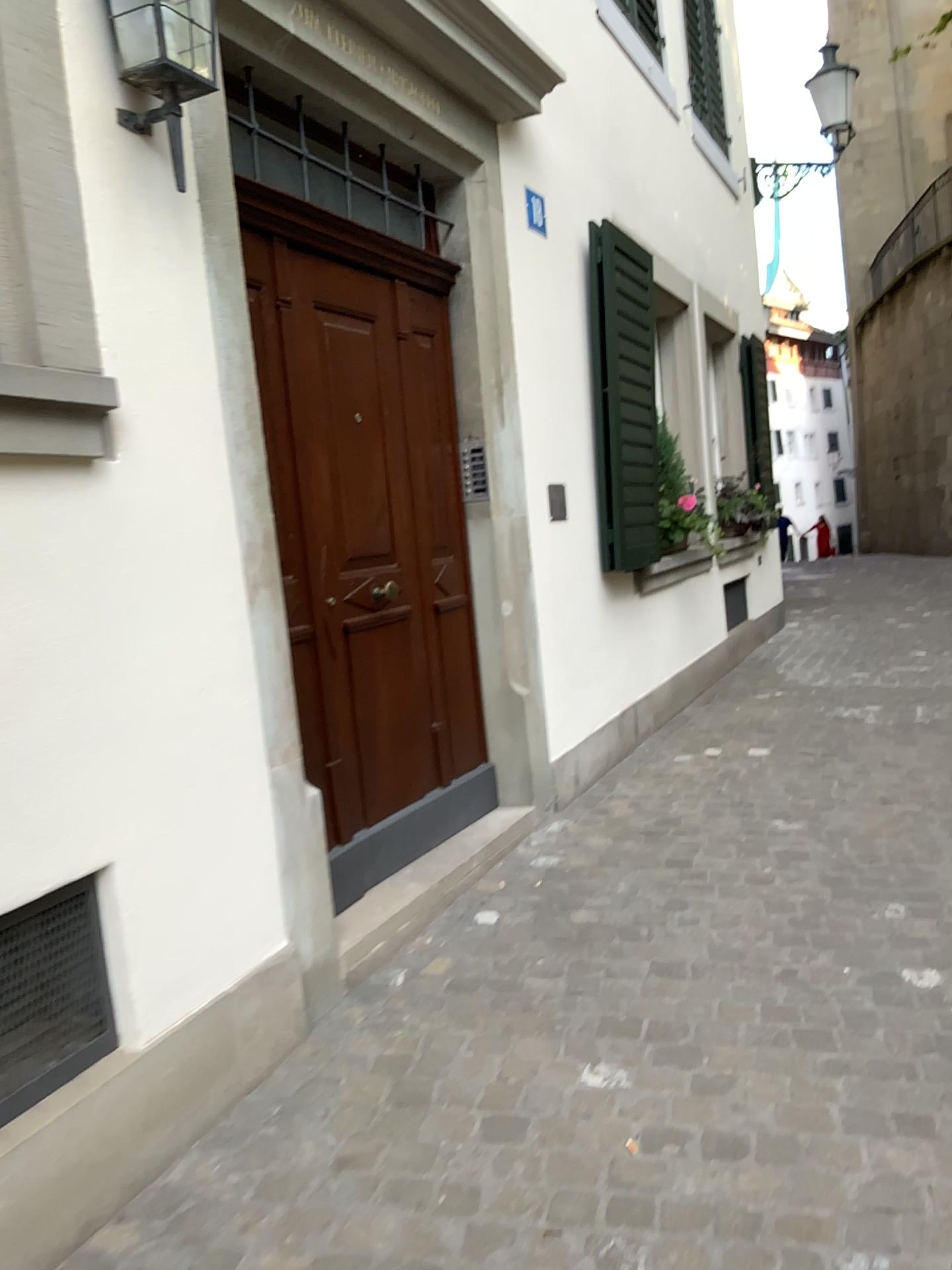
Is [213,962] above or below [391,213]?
below

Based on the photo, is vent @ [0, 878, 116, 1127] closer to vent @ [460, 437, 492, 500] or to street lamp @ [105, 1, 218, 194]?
street lamp @ [105, 1, 218, 194]

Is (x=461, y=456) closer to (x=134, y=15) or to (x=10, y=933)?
(x=134, y=15)

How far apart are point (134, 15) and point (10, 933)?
1.79m

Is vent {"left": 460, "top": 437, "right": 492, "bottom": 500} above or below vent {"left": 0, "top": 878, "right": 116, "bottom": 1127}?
above

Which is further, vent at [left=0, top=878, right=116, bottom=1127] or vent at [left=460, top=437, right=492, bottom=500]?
vent at [left=460, top=437, right=492, bottom=500]

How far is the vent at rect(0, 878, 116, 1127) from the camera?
1.9 meters

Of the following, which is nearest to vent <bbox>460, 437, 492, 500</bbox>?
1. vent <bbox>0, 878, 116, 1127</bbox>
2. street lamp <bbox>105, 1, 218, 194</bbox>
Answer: street lamp <bbox>105, 1, 218, 194</bbox>

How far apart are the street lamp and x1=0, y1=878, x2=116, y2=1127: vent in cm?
151

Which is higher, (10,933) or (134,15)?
(134,15)
